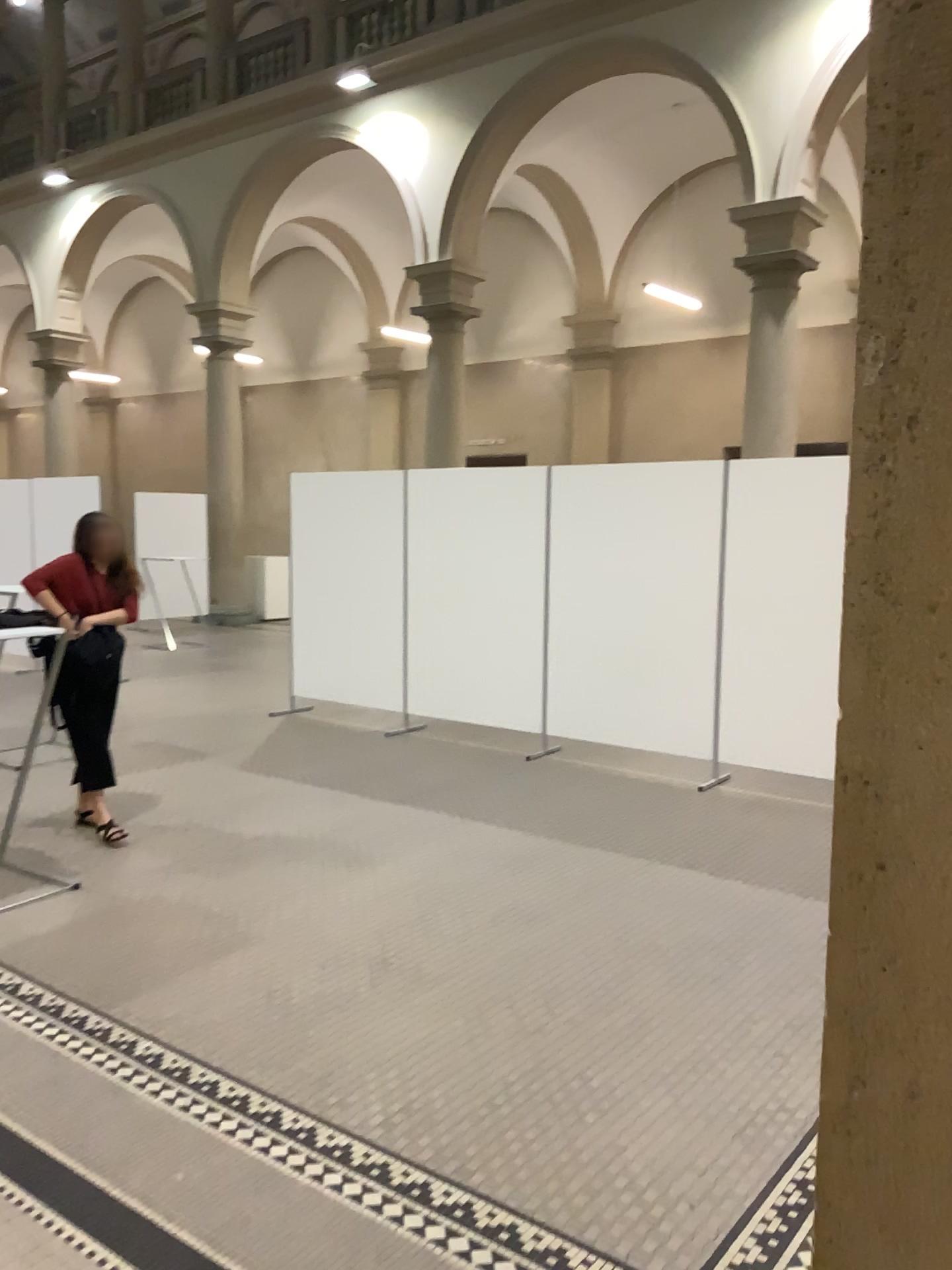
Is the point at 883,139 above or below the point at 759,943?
above
